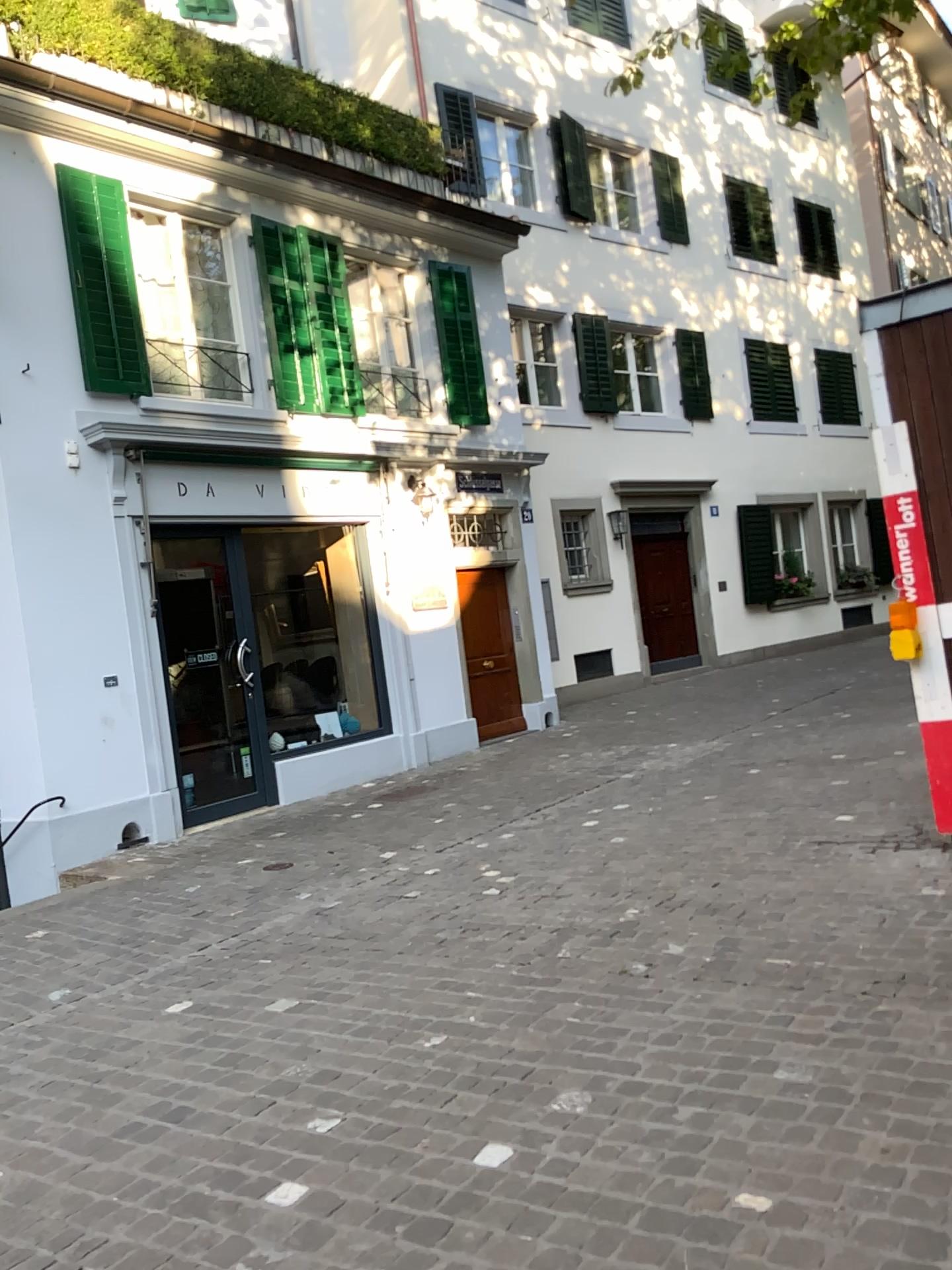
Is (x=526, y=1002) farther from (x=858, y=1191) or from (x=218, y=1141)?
(x=858, y=1191)
